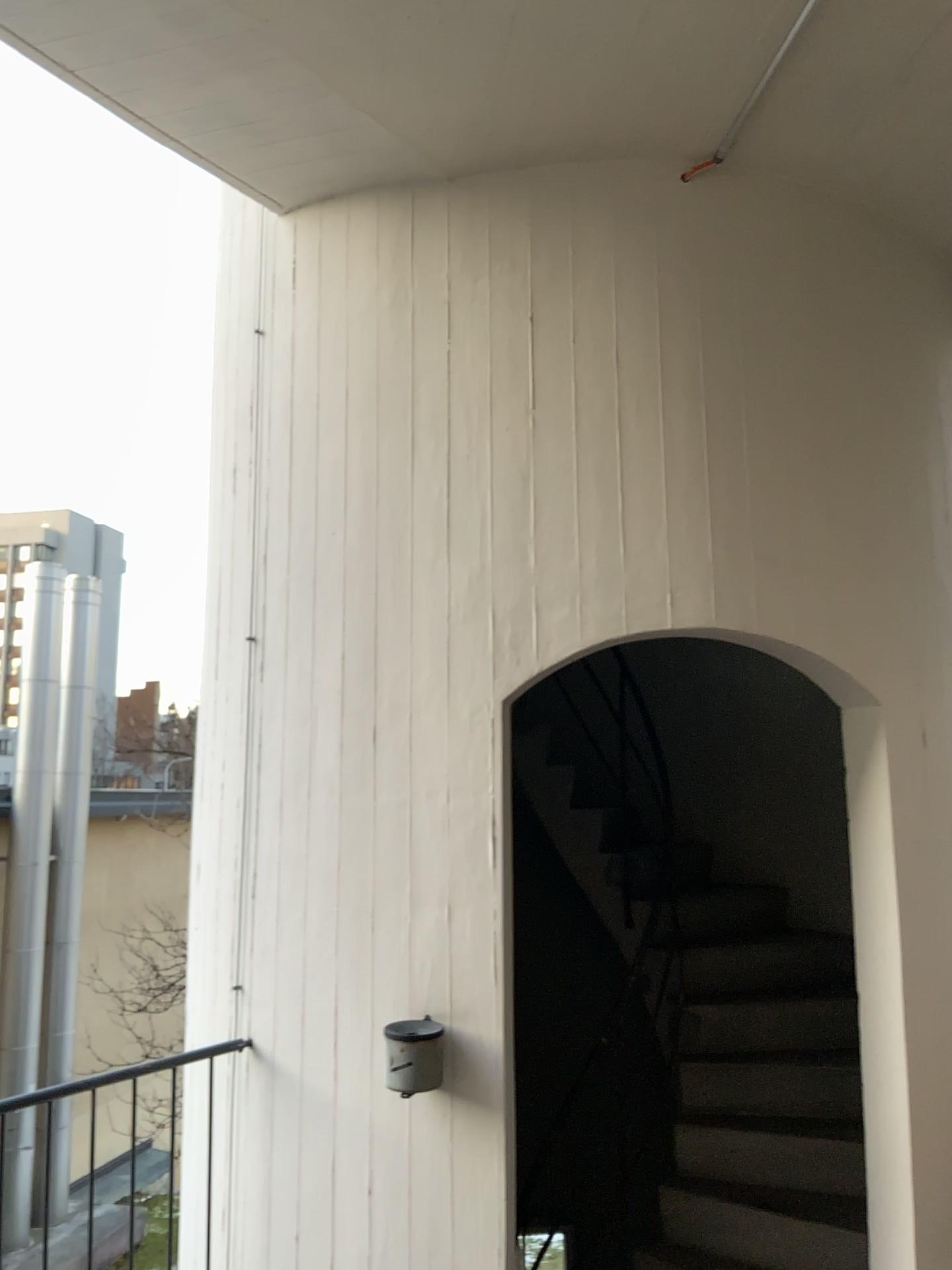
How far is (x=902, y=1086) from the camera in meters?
2.9 m

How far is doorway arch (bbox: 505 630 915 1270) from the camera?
2.87m

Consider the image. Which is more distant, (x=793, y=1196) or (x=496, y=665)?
(x=793, y=1196)
